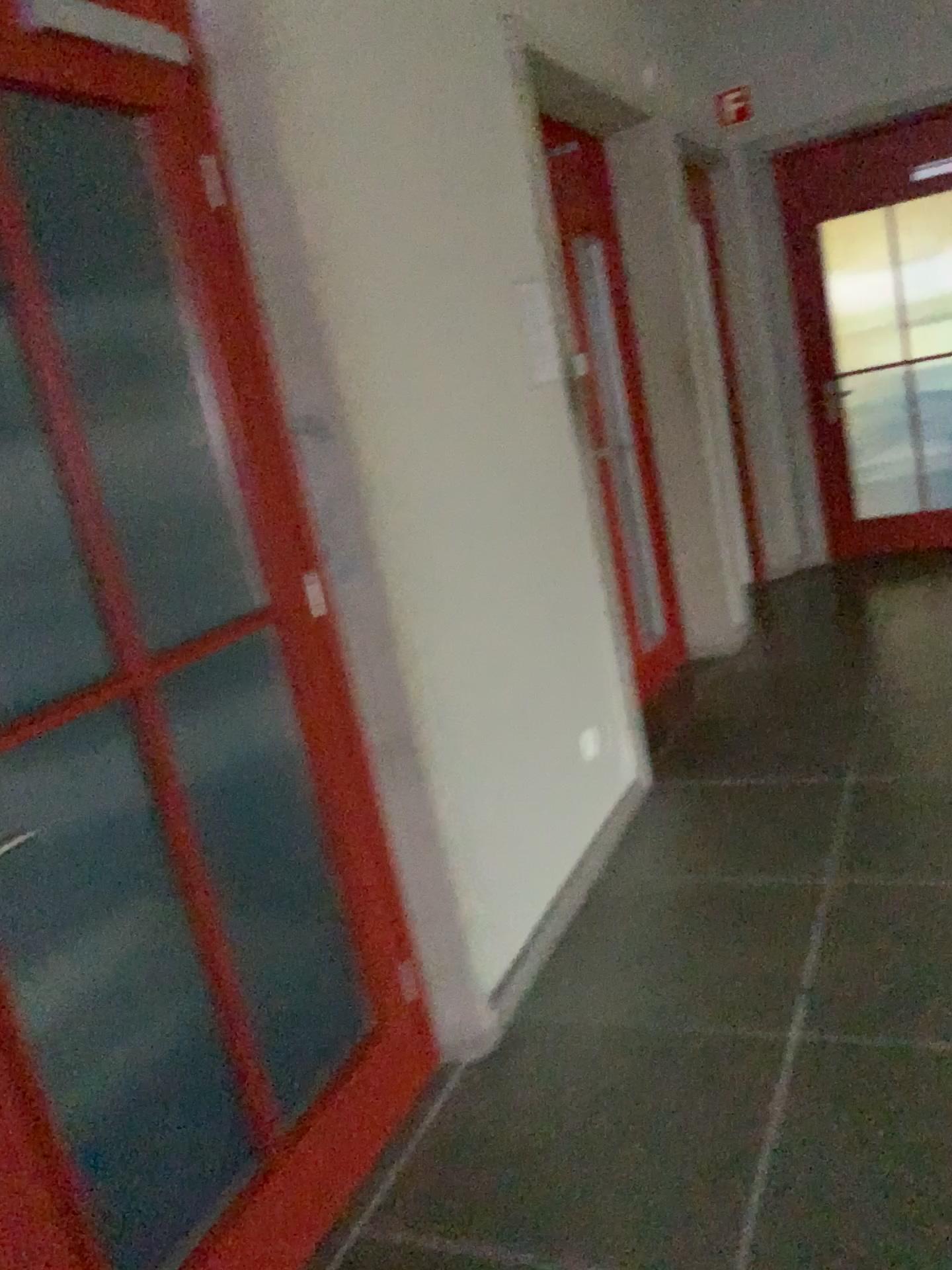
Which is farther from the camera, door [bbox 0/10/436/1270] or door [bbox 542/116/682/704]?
door [bbox 542/116/682/704]

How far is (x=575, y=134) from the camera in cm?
445

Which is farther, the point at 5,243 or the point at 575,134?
the point at 575,134

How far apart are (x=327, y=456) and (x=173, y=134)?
0.63m

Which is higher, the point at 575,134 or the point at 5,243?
the point at 575,134

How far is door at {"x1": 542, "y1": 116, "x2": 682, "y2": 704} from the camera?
4.4m
